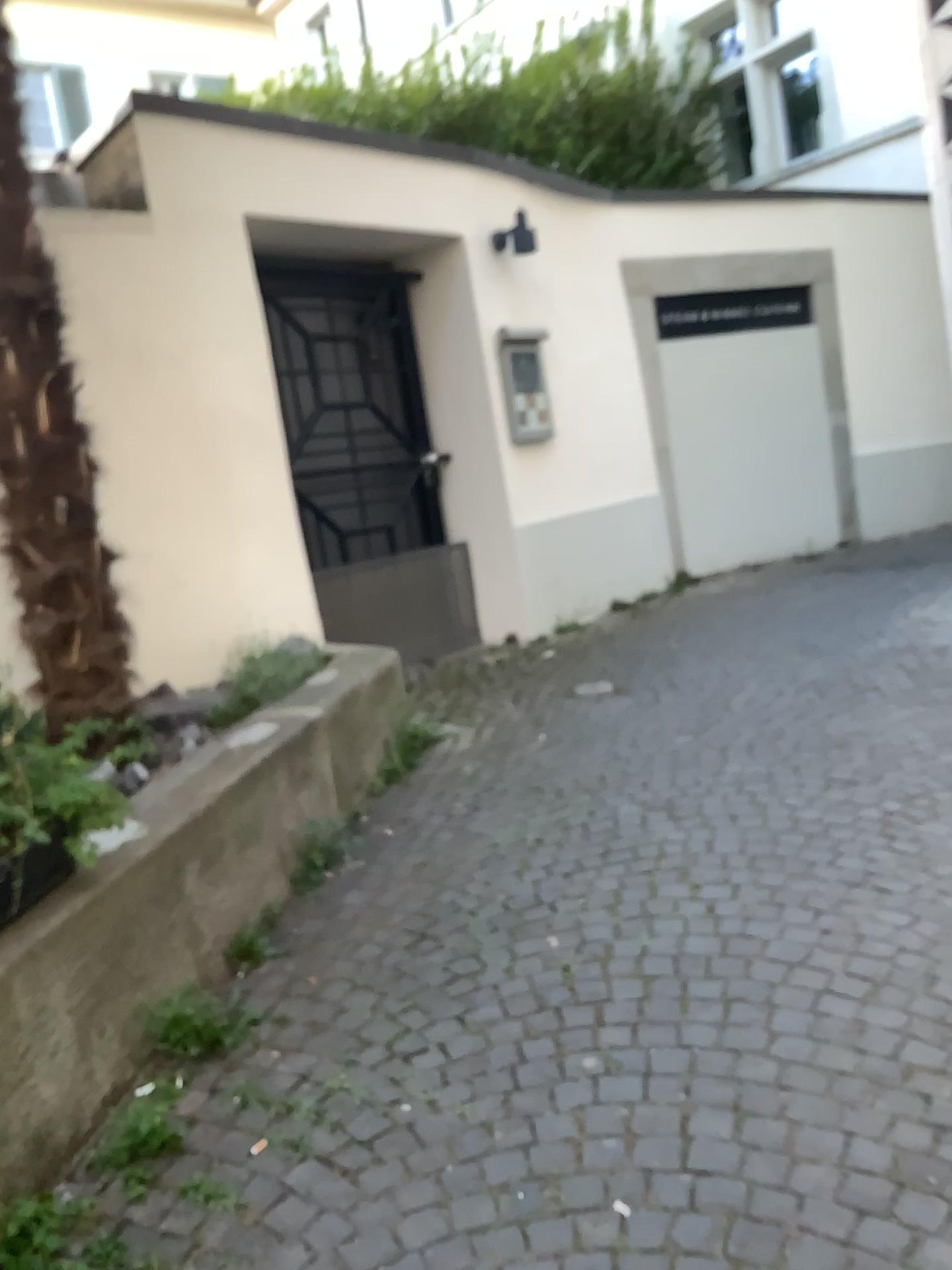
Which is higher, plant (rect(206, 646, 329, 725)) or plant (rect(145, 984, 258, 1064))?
plant (rect(206, 646, 329, 725))

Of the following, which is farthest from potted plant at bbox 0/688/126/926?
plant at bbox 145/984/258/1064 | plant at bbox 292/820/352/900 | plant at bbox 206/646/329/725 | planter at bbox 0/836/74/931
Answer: plant at bbox 206/646/329/725

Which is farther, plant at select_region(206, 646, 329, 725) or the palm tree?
plant at select_region(206, 646, 329, 725)

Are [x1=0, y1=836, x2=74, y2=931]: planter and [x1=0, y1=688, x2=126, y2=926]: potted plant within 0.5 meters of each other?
yes

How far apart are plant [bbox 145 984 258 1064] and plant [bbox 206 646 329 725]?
1.4m

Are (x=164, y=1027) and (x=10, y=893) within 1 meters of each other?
yes

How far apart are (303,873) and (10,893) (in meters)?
1.13

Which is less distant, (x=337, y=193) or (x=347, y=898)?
(x=347, y=898)

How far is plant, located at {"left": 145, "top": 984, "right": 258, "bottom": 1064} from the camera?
2.2 meters

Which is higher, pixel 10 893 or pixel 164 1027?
pixel 10 893
